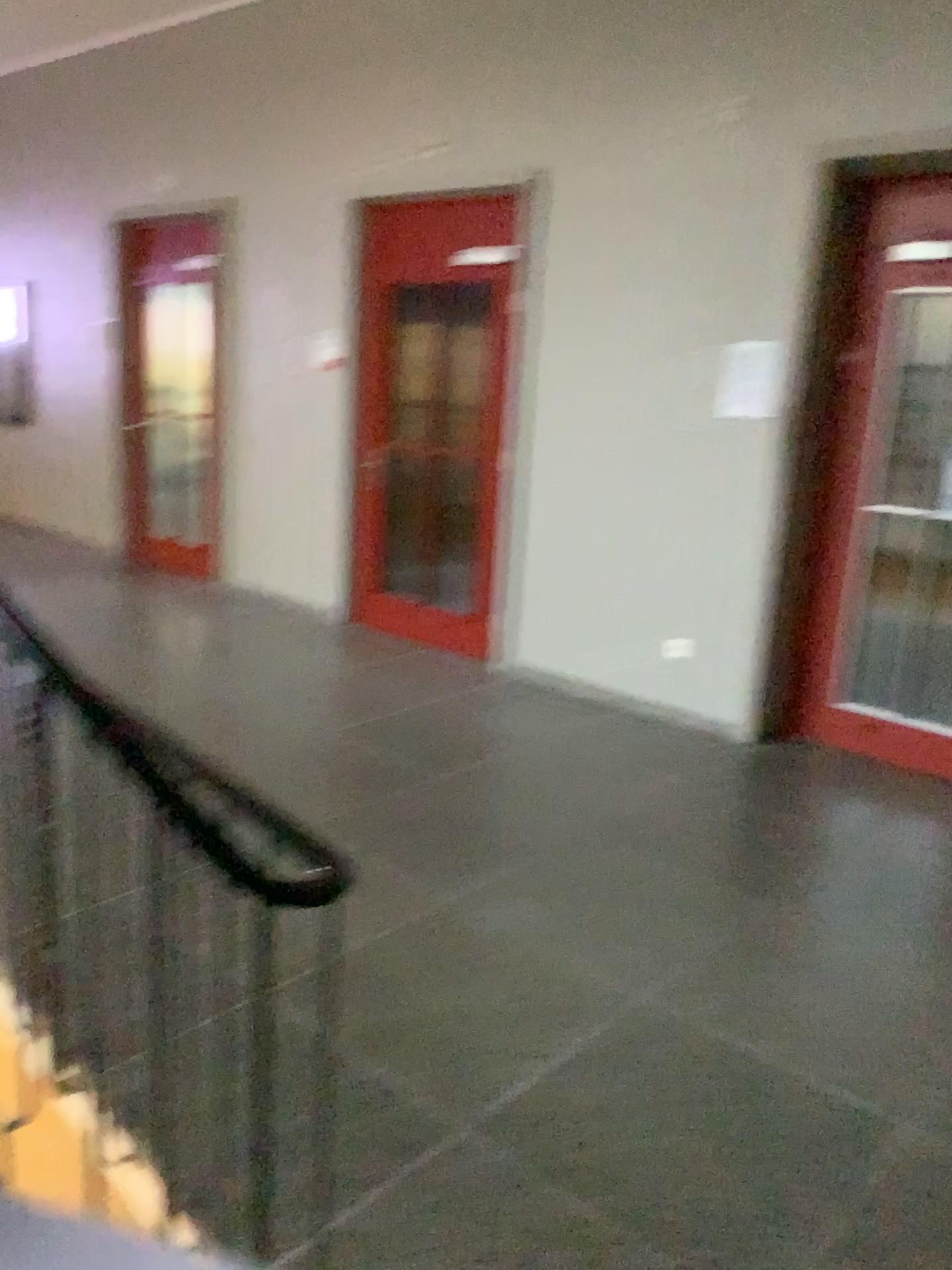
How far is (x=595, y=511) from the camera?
5.1m
